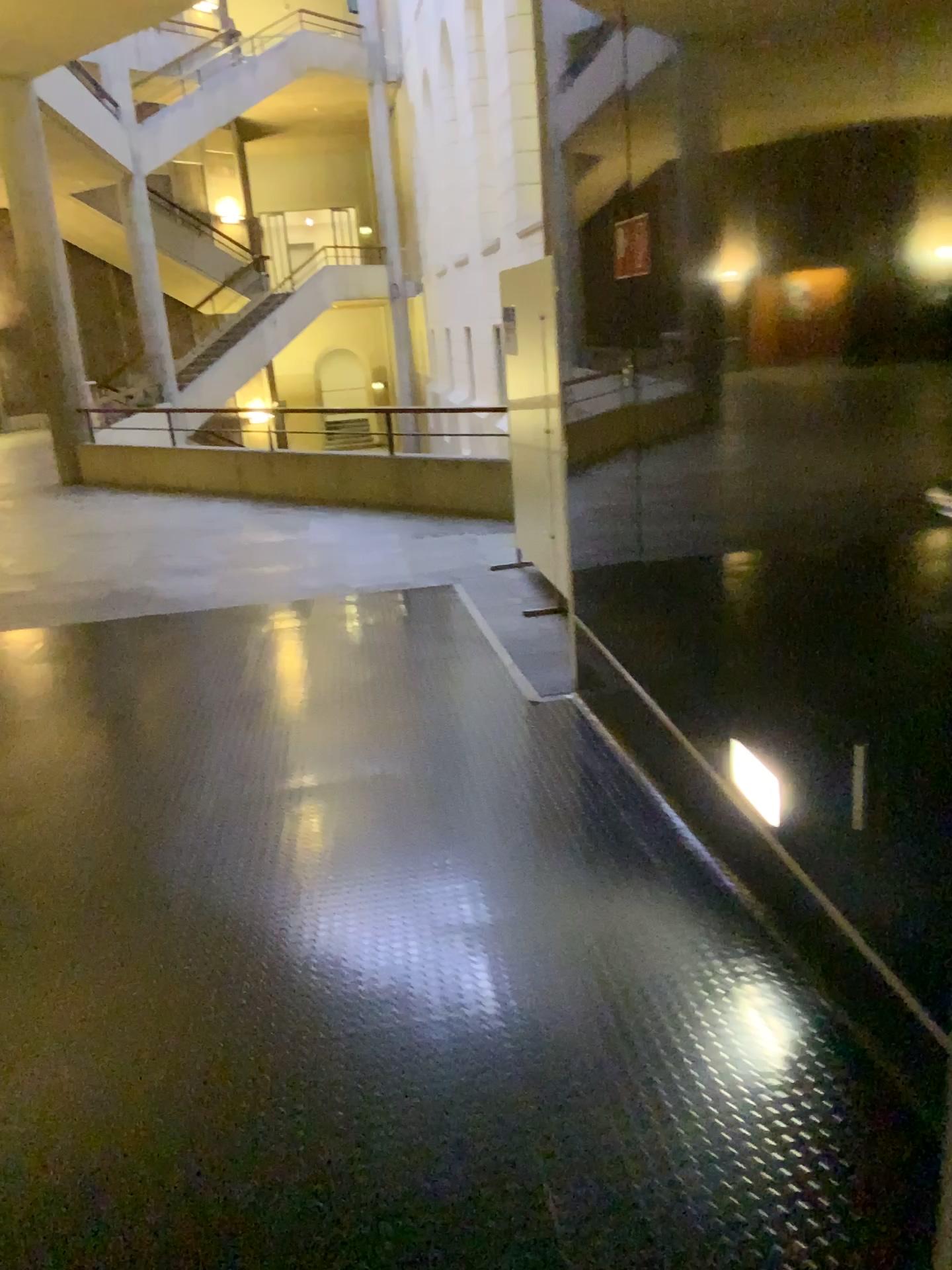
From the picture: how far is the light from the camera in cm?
230

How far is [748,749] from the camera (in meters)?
2.40

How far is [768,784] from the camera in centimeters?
230cm
